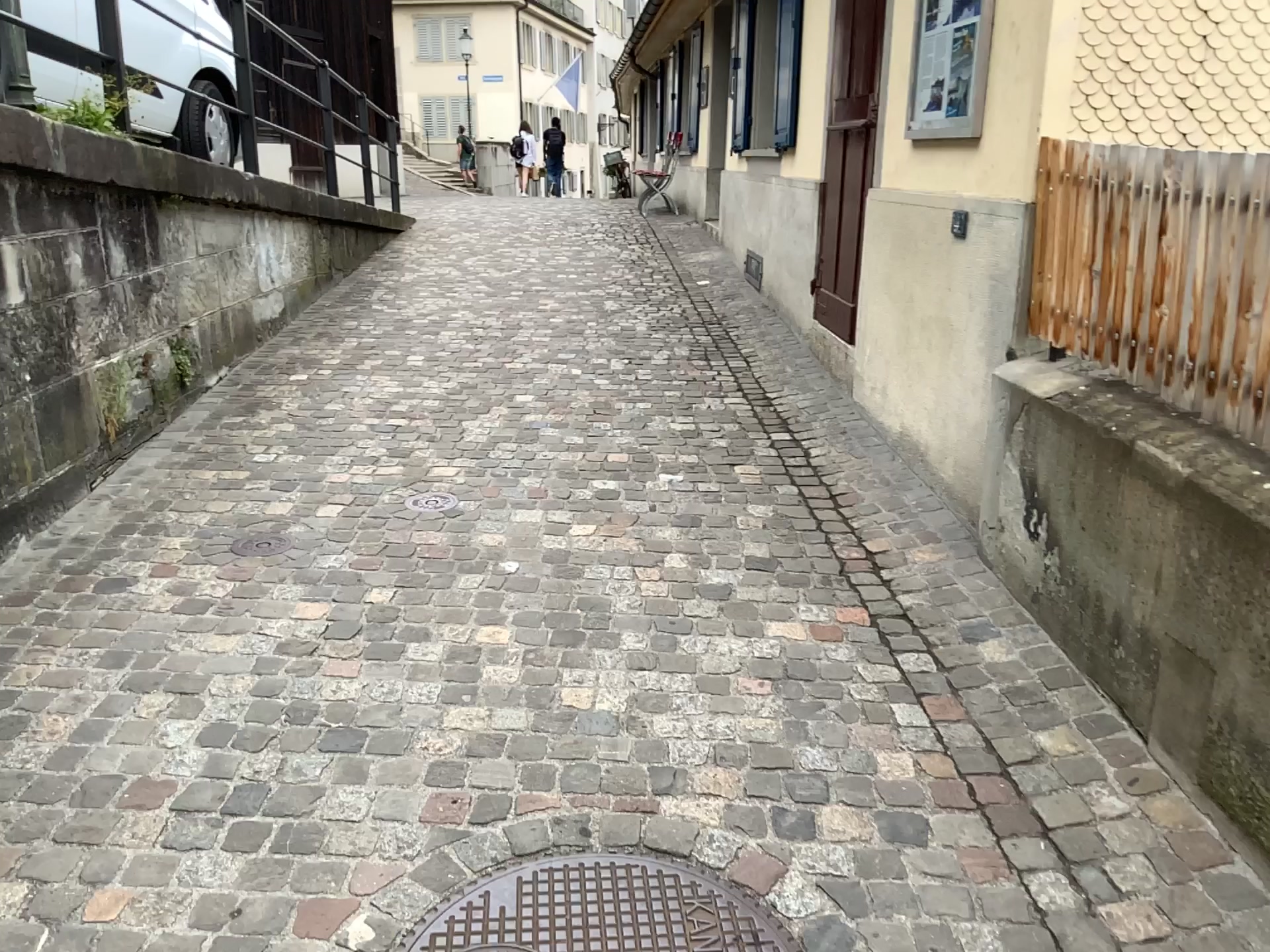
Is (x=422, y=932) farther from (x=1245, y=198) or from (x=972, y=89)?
(x=972, y=89)

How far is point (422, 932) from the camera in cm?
185

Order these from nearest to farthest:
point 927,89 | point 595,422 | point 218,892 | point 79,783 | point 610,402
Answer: point 218,892 < point 79,783 < point 927,89 < point 595,422 < point 610,402

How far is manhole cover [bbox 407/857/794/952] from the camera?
1.9 meters

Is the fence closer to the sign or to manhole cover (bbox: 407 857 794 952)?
the sign

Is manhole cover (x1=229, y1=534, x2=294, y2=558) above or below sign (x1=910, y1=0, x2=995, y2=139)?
below

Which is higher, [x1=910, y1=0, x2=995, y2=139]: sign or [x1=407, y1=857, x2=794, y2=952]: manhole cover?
[x1=910, y1=0, x2=995, y2=139]: sign

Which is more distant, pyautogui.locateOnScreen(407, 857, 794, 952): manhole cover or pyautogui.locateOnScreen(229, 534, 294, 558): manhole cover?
pyautogui.locateOnScreen(229, 534, 294, 558): manhole cover

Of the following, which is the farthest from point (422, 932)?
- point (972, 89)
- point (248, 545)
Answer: point (972, 89)

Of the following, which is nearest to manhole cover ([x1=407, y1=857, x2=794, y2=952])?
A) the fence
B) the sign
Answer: the fence
